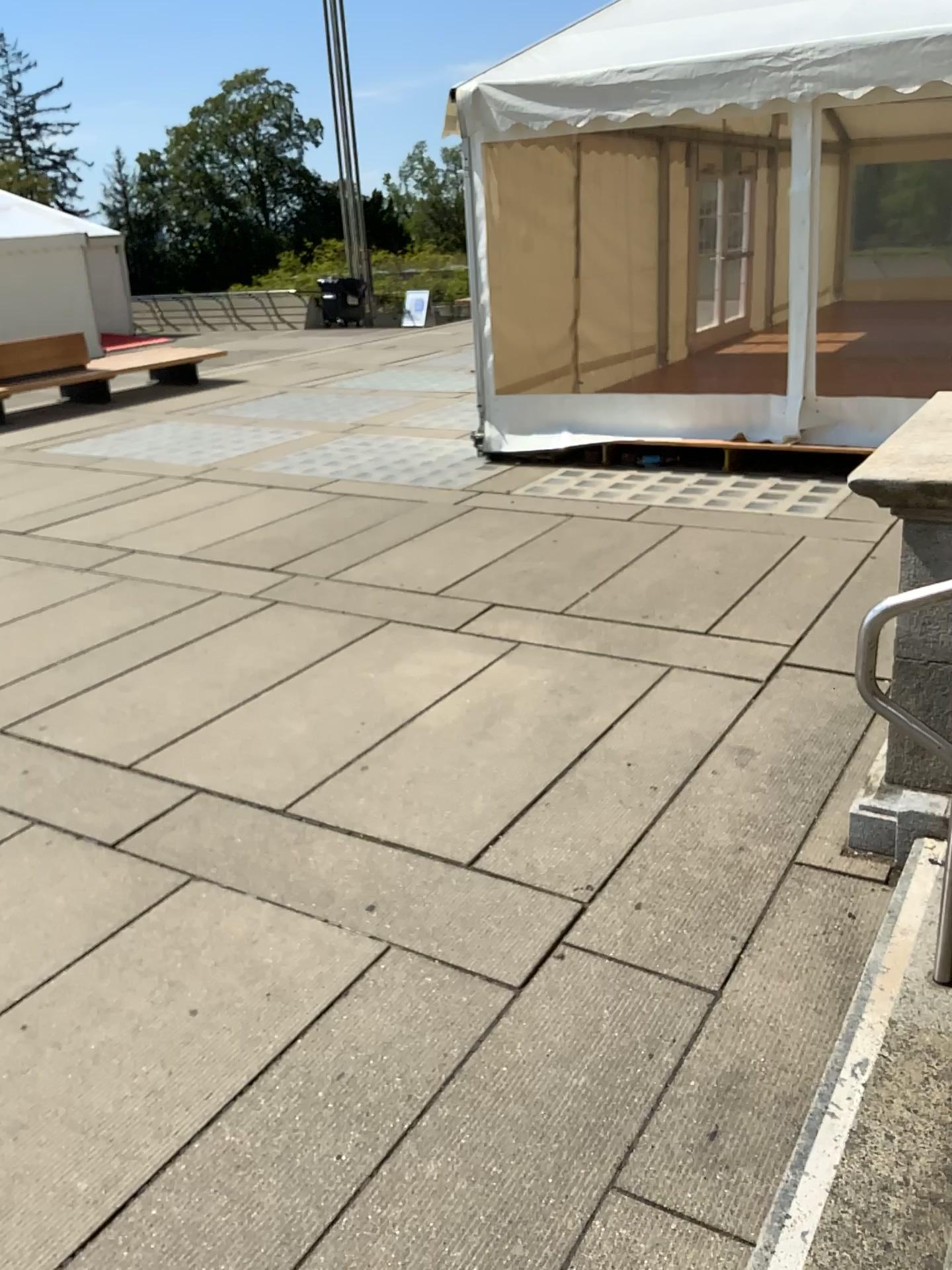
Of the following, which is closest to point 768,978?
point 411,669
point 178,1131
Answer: point 178,1131
